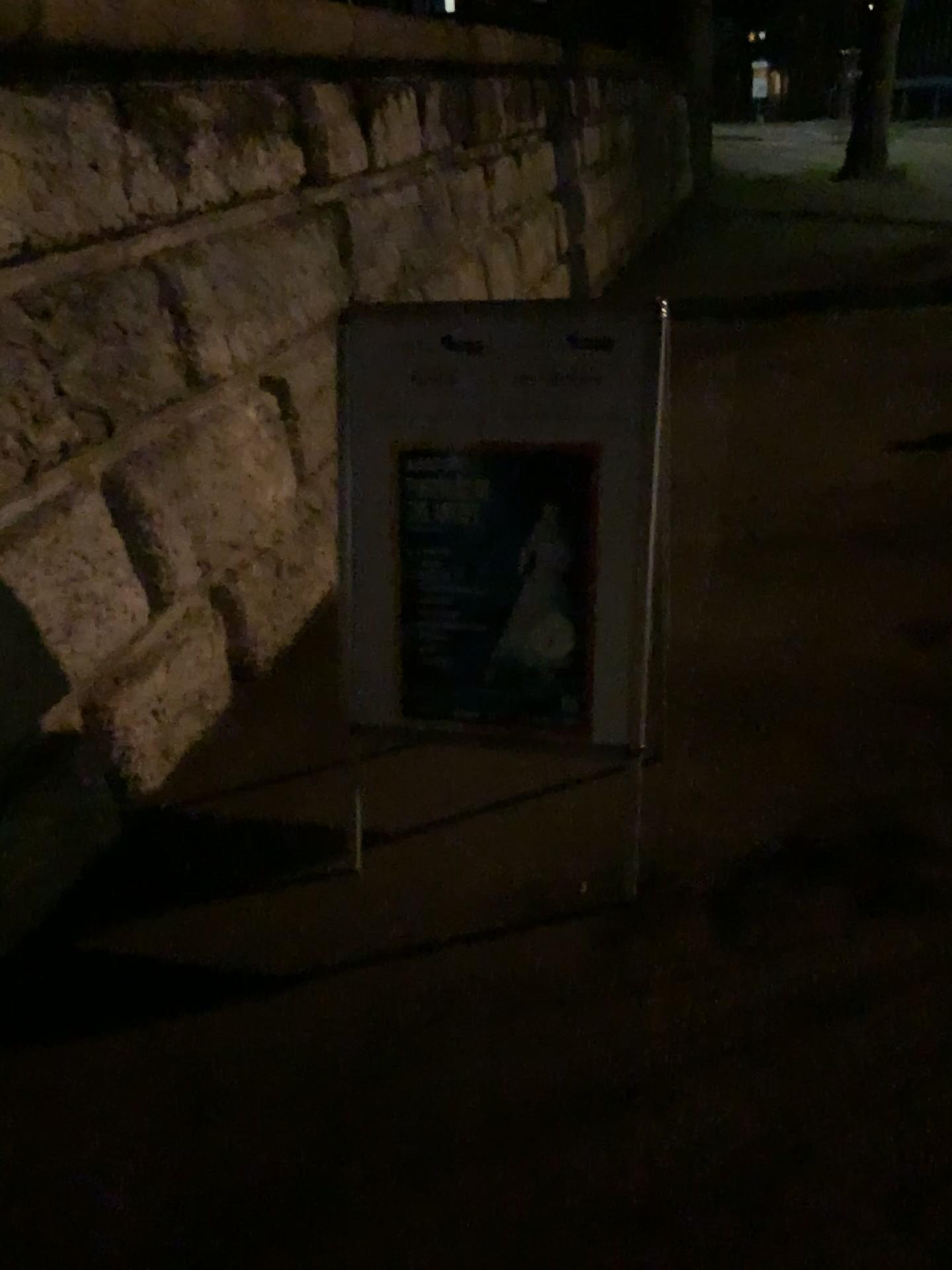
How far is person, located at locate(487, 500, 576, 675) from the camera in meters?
2.1

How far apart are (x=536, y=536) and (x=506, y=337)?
0.39m

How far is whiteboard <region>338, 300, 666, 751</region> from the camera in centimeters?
205cm

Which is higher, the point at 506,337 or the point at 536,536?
the point at 506,337

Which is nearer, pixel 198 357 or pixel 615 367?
pixel 615 367

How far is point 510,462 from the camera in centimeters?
208cm

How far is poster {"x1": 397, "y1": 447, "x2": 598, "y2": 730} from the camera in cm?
208
